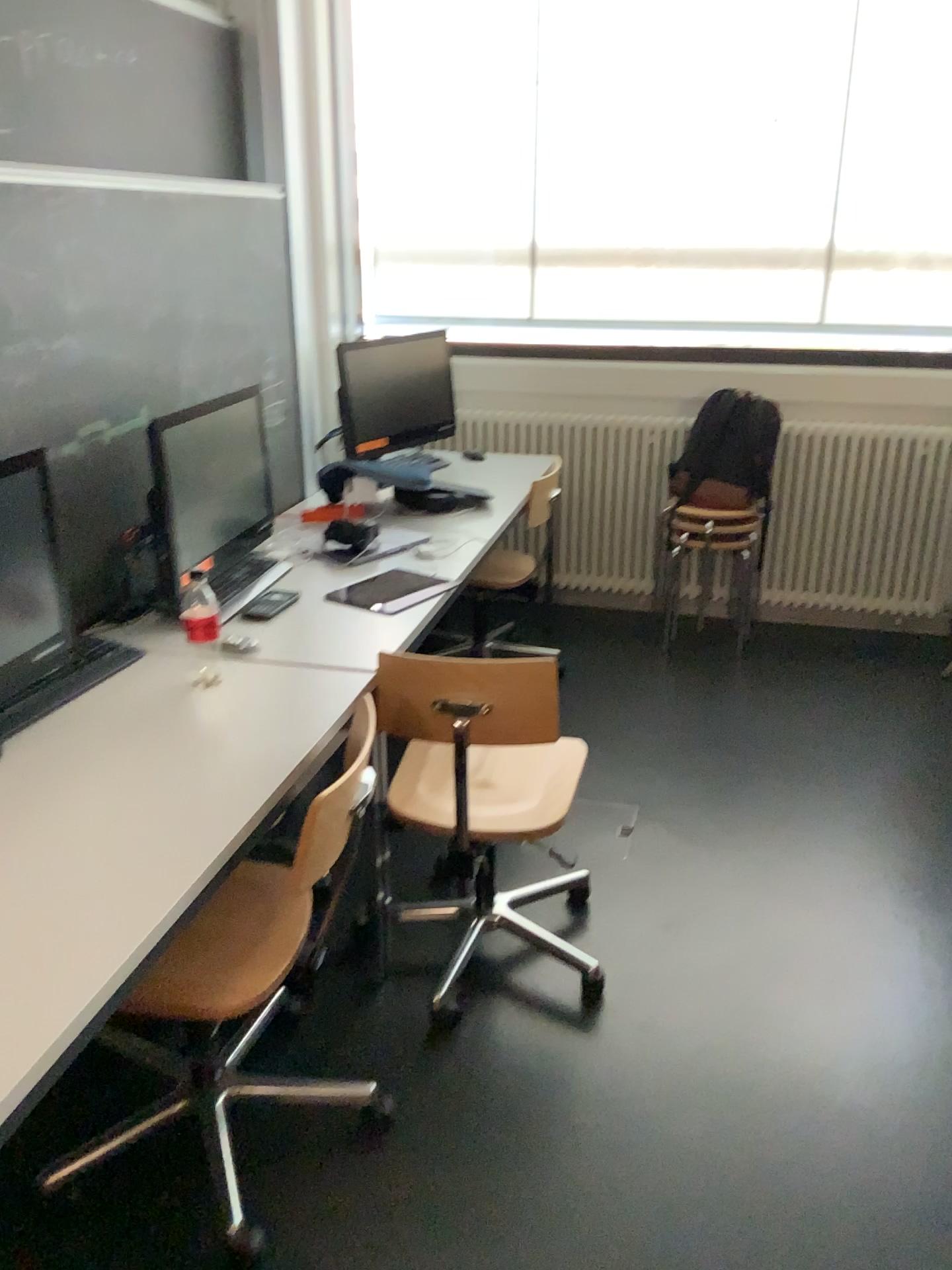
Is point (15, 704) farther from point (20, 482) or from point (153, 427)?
point (153, 427)

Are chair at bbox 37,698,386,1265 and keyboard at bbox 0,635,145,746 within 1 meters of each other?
yes

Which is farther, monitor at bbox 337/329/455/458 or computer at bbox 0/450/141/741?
monitor at bbox 337/329/455/458

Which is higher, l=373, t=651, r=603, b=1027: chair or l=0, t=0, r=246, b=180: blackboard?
l=0, t=0, r=246, b=180: blackboard

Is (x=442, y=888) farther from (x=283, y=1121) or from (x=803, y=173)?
(x=803, y=173)

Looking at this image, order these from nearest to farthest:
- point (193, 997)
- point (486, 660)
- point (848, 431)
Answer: point (193, 997)
point (486, 660)
point (848, 431)

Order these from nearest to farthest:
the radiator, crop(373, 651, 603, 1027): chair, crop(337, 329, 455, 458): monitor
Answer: crop(373, 651, 603, 1027): chair → crop(337, 329, 455, 458): monitor → the radiator

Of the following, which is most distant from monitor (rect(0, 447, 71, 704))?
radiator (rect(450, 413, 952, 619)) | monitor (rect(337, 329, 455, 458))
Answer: radiator (rect(450, 413, 952, 619))

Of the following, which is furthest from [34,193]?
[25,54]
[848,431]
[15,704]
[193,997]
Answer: [848,431]

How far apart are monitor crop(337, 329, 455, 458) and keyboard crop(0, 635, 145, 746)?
1.6m
